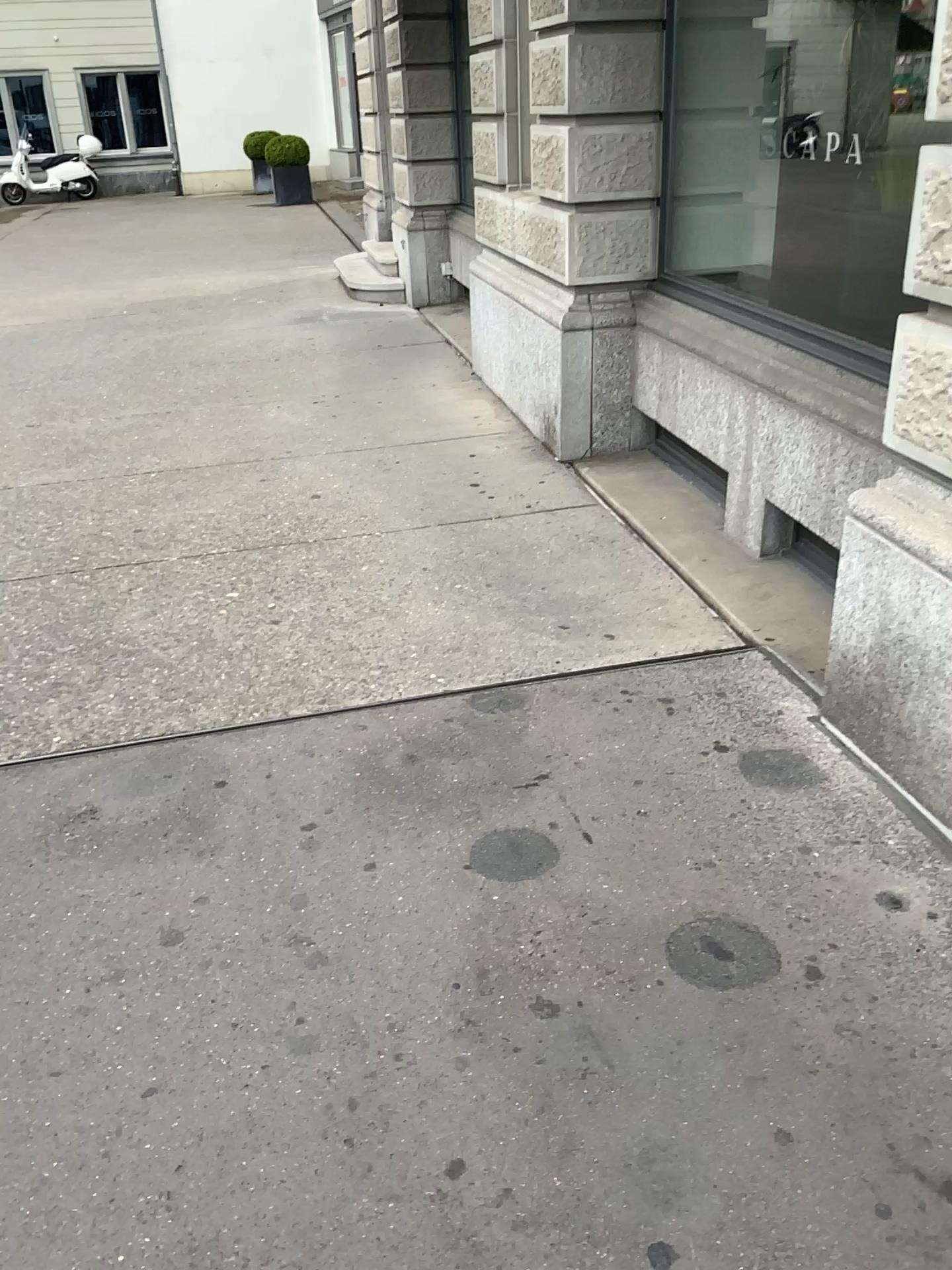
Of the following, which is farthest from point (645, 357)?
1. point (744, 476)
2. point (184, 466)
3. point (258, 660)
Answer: point (258, 660)
